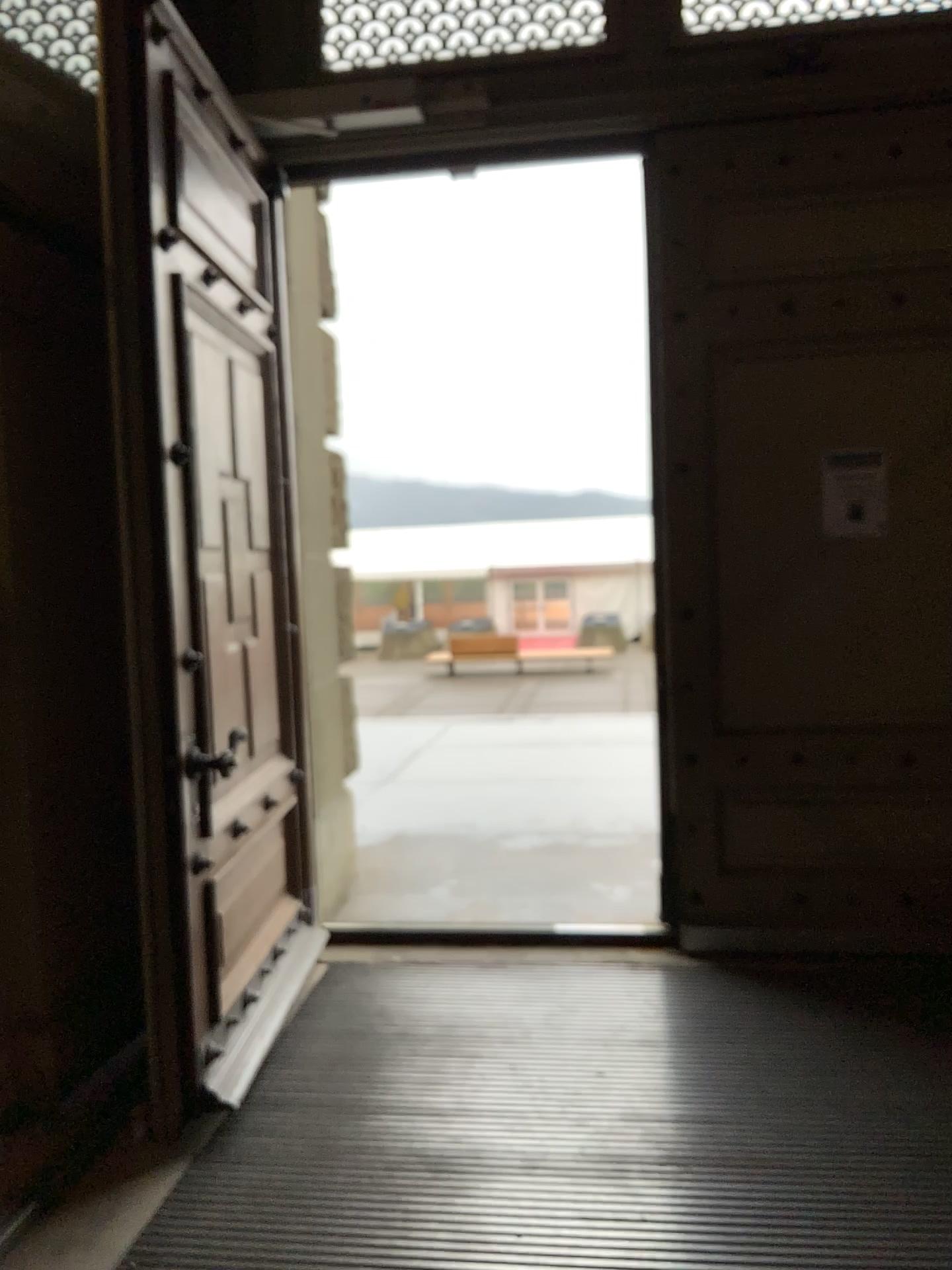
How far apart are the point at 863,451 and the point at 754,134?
1.1 meters

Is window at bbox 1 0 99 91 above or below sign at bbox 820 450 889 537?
above

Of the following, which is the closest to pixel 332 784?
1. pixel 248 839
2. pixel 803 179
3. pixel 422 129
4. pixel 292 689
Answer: pixel 292 689

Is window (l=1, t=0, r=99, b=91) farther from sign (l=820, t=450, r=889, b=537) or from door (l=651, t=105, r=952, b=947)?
sign (l=820, t=450, r=889, b=537)

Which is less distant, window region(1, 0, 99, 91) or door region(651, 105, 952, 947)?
window region(1, 0, 99, 91)

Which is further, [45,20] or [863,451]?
[863,451]

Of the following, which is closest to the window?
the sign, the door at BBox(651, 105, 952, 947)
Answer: the door at BBox(651, 105, 952, 947)

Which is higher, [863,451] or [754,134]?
[754,134]

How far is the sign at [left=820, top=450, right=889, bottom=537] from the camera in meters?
3.7 m
